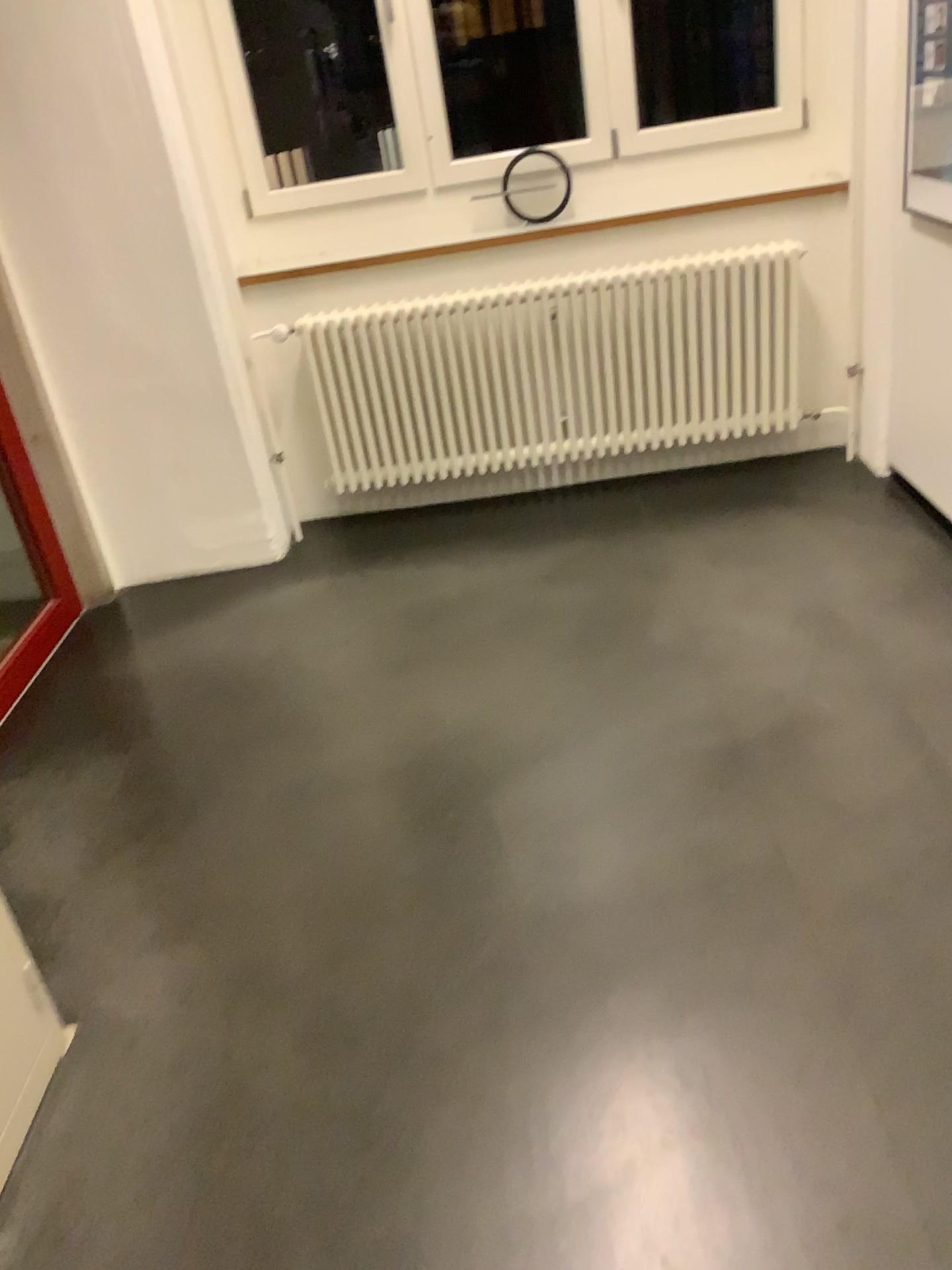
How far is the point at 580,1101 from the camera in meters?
1.6 m

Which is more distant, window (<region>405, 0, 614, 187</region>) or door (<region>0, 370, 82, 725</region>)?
window (<region>405, 0, 614, 187</region>)

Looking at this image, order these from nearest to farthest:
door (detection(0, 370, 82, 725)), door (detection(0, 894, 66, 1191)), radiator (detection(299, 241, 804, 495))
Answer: door (detection(0, 894, 66, 1191))
door (detection(0, 370, 82, 725))
radiator (detection(299, 241, 804, 495))

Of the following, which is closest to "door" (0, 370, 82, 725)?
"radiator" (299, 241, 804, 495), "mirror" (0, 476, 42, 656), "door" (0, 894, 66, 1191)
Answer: "mirror" (0, 476, 42, 656)

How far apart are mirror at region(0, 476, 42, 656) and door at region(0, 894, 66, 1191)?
1.62m

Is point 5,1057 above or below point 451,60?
below

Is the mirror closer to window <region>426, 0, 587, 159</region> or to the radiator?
the radiator

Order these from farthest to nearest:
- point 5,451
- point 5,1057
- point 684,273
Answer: point 684,273
point 5,451
point 5,1057

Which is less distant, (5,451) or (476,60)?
(5,451)

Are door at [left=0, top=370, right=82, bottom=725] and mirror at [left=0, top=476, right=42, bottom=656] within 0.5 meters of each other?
yes
